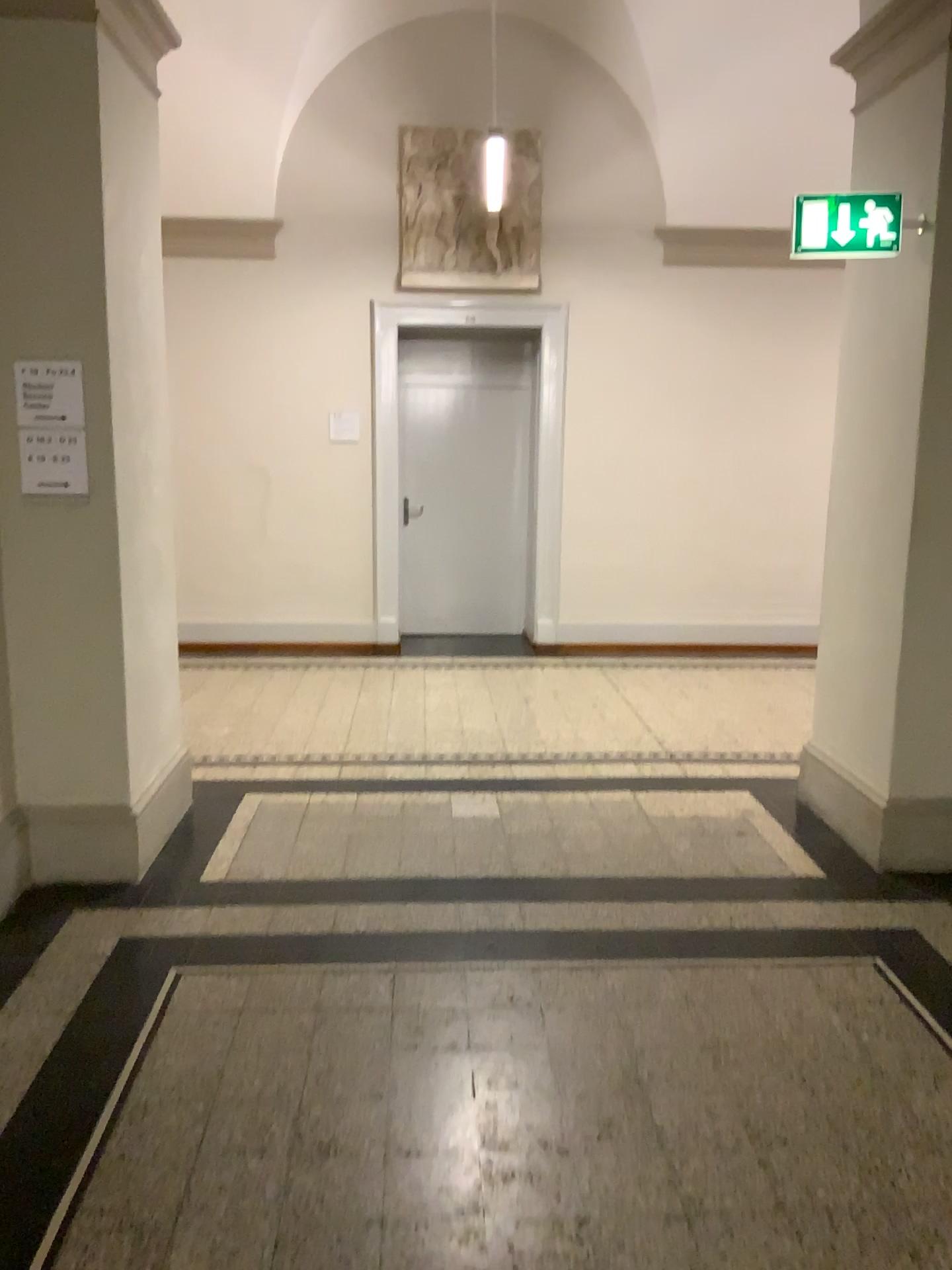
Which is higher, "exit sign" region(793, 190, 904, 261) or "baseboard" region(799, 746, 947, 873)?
"exit sign" region(793, 190, 904, 261)

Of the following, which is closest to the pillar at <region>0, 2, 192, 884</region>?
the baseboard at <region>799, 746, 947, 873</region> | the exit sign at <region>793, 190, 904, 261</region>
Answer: the exit sign at <region>793, 190, 904, 261</region>

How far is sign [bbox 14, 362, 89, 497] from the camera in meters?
3.4

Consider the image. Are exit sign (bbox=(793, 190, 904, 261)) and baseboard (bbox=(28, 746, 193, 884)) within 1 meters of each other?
no

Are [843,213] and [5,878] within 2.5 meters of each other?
no

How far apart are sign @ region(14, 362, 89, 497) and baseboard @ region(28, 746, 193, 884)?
1.10m

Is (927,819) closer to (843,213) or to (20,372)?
(843,213)

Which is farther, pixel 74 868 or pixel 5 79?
pixel 74 868

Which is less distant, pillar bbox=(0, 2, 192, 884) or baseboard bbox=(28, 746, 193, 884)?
pillar bbox=(0, 2, 192, 884)

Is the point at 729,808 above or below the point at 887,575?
below
